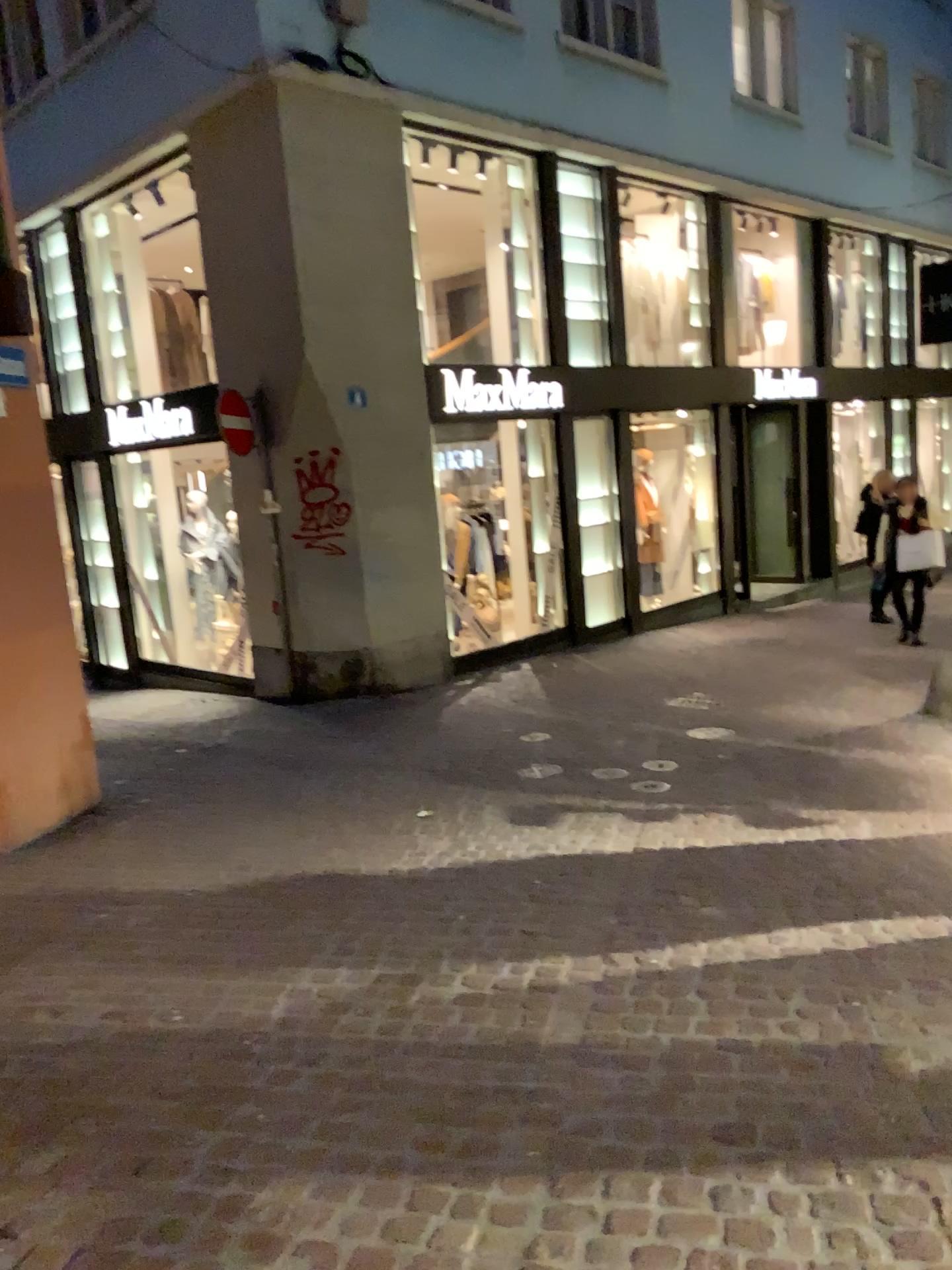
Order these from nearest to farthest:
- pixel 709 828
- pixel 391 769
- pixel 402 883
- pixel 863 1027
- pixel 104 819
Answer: pixel 863 1027
pixel 402 883
pixel 709 828
pixel 104 819
pixel 391 769
